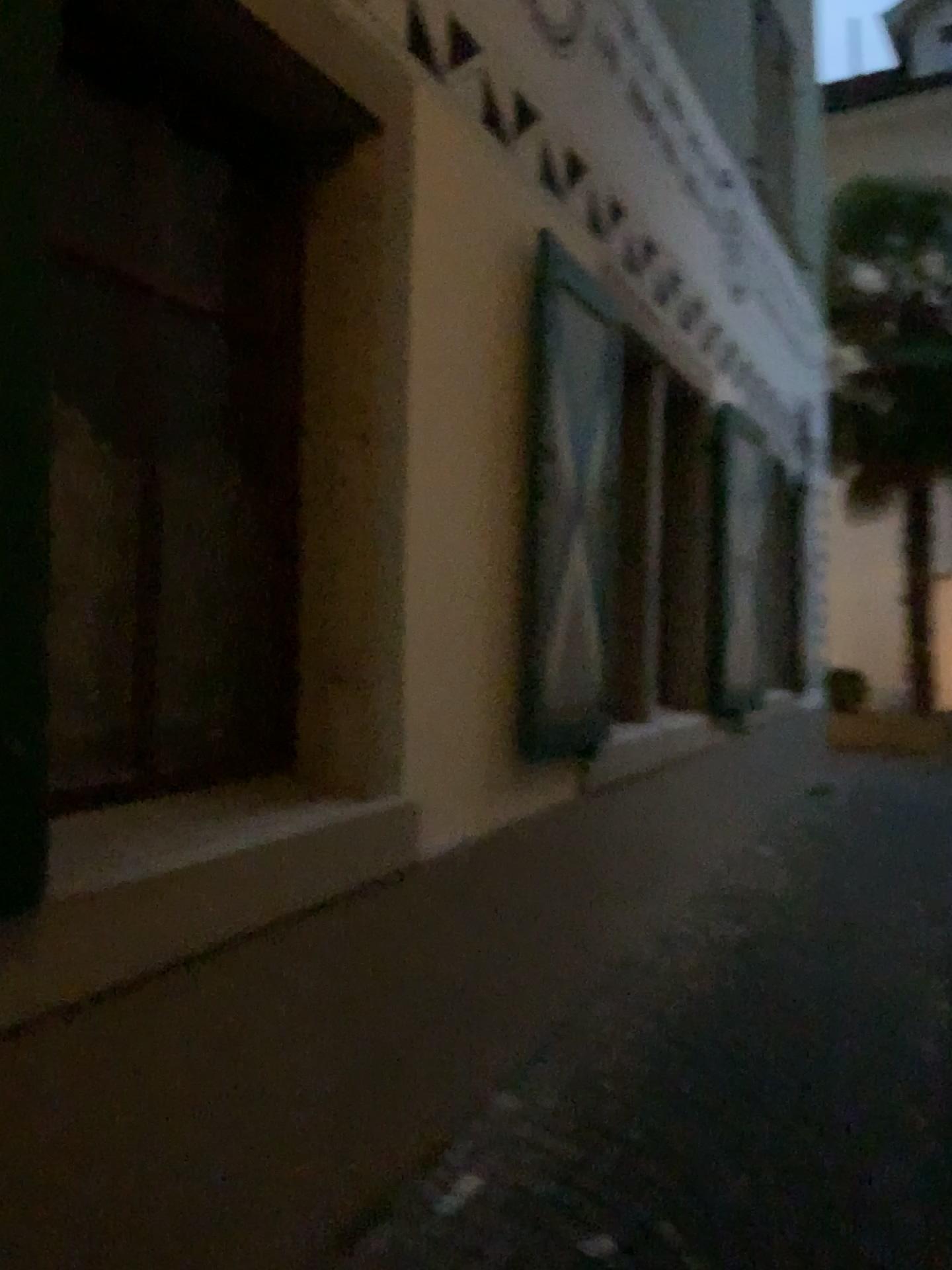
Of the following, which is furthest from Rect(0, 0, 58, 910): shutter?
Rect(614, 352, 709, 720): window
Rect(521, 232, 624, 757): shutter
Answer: Rect(614, 352, 709, 720): window

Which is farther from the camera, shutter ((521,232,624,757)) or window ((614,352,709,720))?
window ((614,352,709,720))

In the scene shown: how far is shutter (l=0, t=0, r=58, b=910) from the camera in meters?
1.4

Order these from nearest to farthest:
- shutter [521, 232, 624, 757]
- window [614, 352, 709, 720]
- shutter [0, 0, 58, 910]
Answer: shutter [0, 0, 58, 910] → shutter [521, 232, 624, 757] → window [614, 352, 709, 720]

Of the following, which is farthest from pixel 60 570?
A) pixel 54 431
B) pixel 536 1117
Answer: pixel 536 1117

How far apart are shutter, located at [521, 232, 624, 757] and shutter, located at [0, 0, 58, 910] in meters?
1.8

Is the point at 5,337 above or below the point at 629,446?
below

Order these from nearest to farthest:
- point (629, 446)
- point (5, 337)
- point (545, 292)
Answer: point (5, 337), point (545, 292), point (629, 446)

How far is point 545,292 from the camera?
3.15m

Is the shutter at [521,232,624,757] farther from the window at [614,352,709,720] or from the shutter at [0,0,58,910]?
the shutter at [0,0,58,910]
